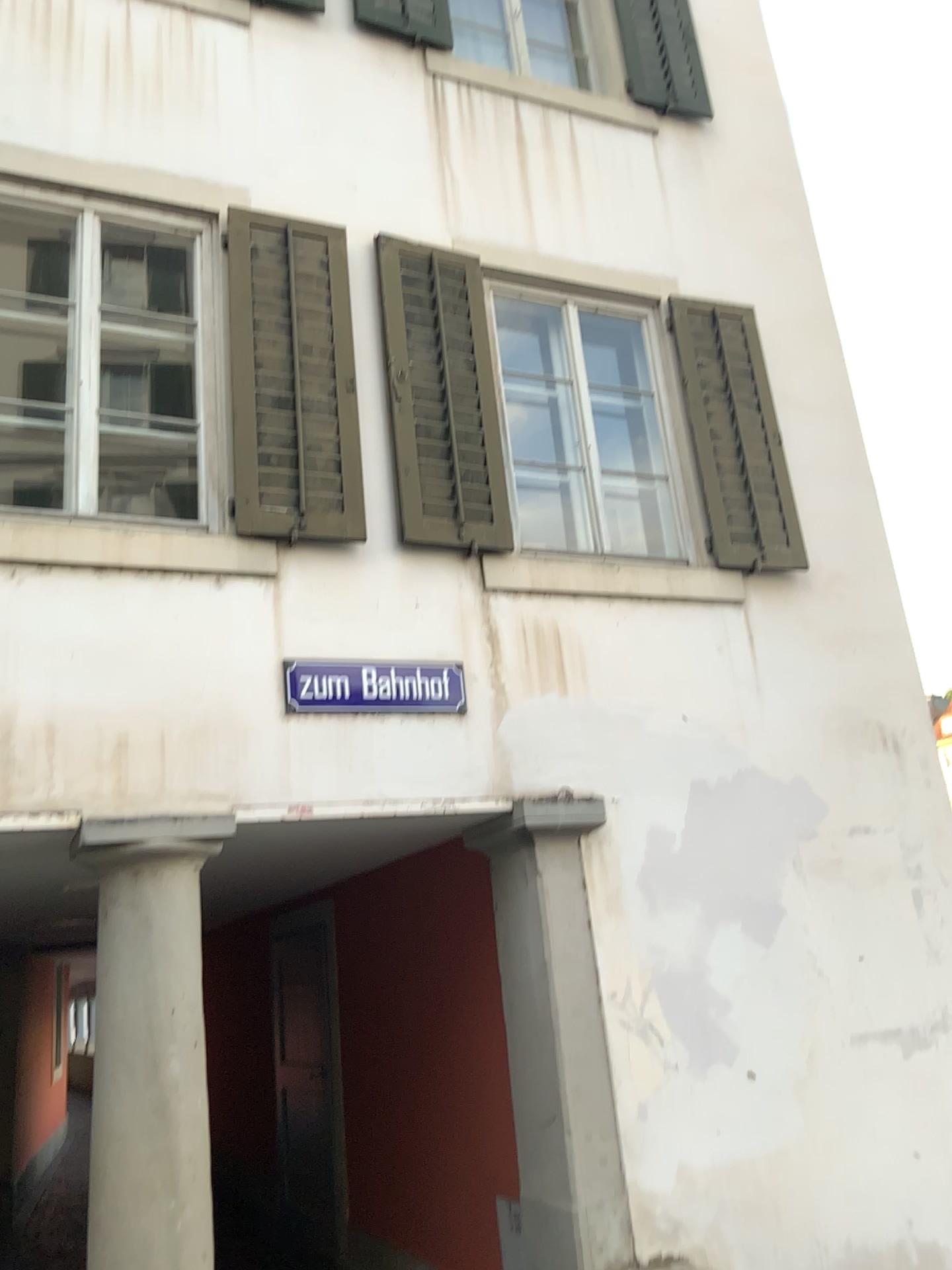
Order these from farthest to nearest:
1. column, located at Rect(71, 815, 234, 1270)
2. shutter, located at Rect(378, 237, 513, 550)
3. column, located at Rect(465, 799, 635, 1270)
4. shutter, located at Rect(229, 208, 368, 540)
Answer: shutter, located at Rect(378, 237, 513, 550) < shutter, located at Rect(229, 208, 368, 540) < column, located at Rect(465, 799, 635, 1270) < column, located at Rect(71, 815, 234, 1270)

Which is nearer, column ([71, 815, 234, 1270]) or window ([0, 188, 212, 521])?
column ([71, 815, 234, 1270])

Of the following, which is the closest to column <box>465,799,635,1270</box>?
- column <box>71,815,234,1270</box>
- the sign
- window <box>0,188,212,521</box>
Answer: the sign

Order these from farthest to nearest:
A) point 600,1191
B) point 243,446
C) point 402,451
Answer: point 402,451 < point 243,446 < point 600,1191

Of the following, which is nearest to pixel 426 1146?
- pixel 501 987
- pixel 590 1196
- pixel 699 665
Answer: pixel 501 987

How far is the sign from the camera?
4.1m

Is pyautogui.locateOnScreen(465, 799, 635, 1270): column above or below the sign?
below

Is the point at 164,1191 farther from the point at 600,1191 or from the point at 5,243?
the point at 5,243

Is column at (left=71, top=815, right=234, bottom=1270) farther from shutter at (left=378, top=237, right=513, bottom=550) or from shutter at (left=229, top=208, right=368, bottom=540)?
shutter at (left=378, top=237, right=513, bottom=550)

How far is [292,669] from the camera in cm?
406
